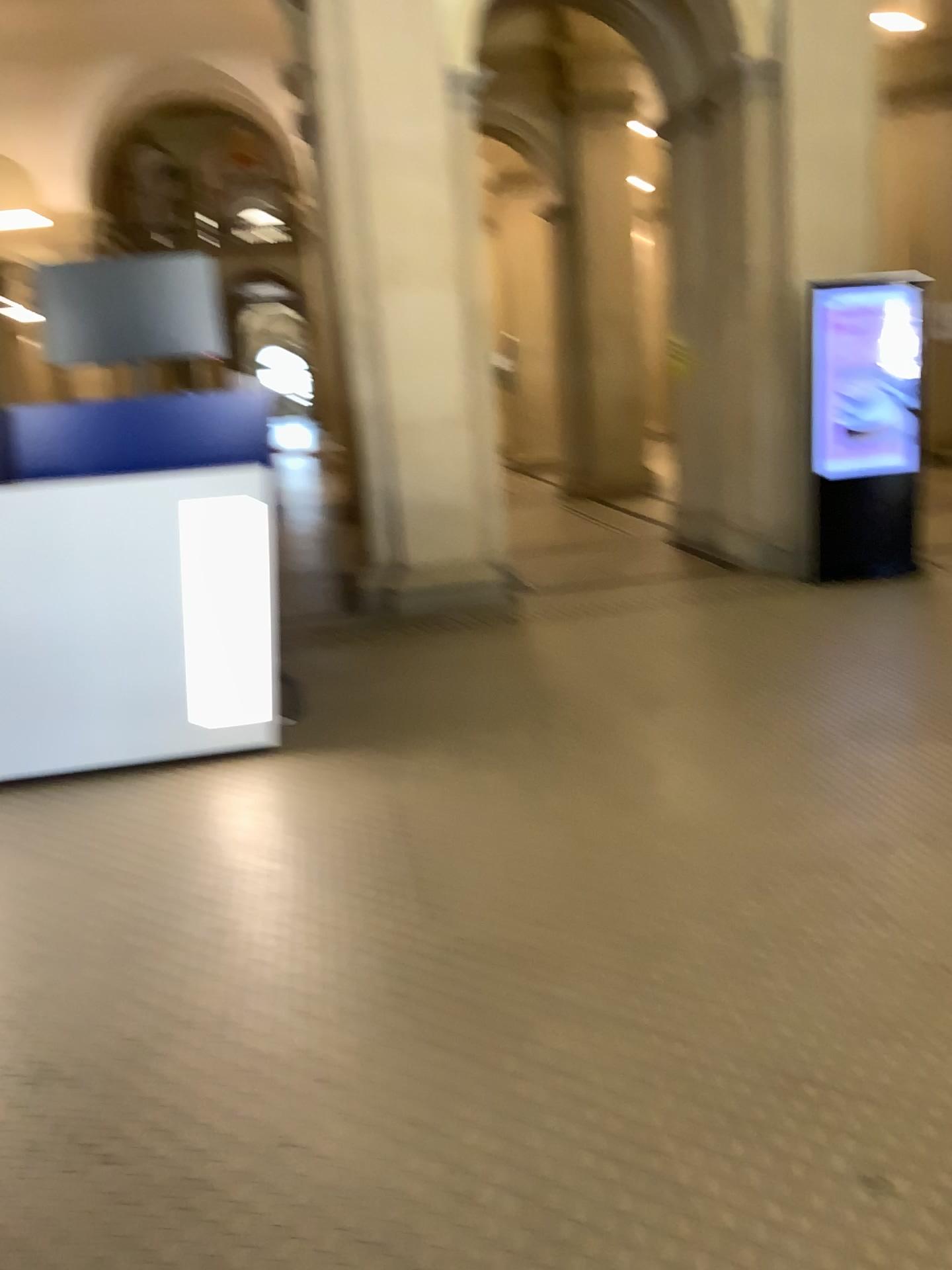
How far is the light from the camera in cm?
412

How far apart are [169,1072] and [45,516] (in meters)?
2.38

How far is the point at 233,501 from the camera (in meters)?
4.12
